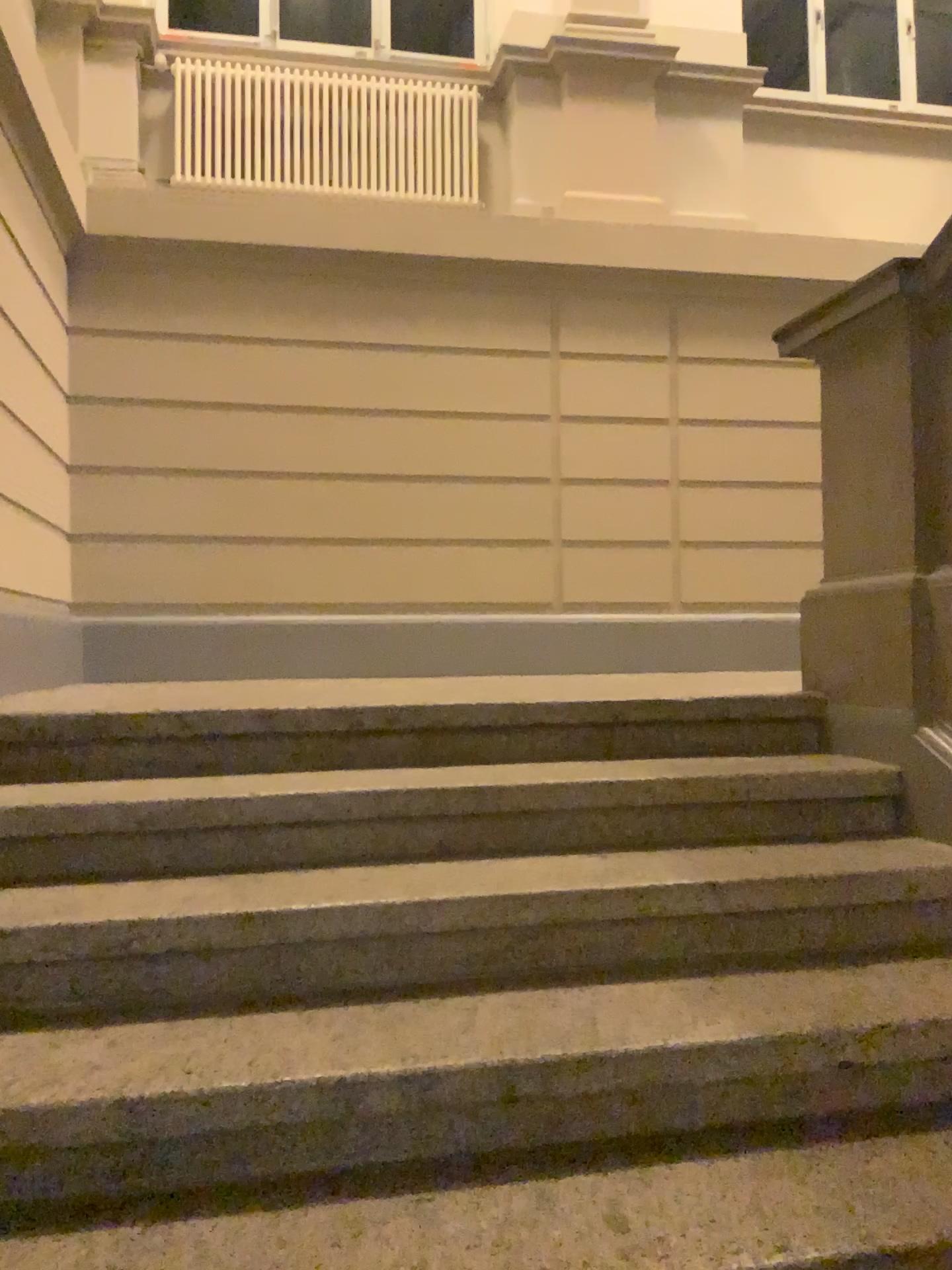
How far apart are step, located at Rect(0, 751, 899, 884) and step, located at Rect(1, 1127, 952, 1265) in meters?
0.7 m

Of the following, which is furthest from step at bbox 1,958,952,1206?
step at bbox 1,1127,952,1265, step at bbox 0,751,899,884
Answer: step at bbox 0,751,899,884

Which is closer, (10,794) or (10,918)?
(10,918)

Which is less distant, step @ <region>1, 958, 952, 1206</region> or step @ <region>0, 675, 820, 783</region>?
step @ <region>1, 958, 952, 1206</region>

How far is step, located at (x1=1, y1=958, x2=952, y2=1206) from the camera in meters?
1.4

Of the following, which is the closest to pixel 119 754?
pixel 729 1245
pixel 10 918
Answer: pixel 10 918

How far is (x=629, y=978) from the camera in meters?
1.9

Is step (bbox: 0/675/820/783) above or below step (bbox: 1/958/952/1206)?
above

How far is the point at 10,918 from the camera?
1.75m

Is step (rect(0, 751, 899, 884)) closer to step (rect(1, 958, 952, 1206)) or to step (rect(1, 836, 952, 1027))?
step (rect(1, 836, 952, 1027))
